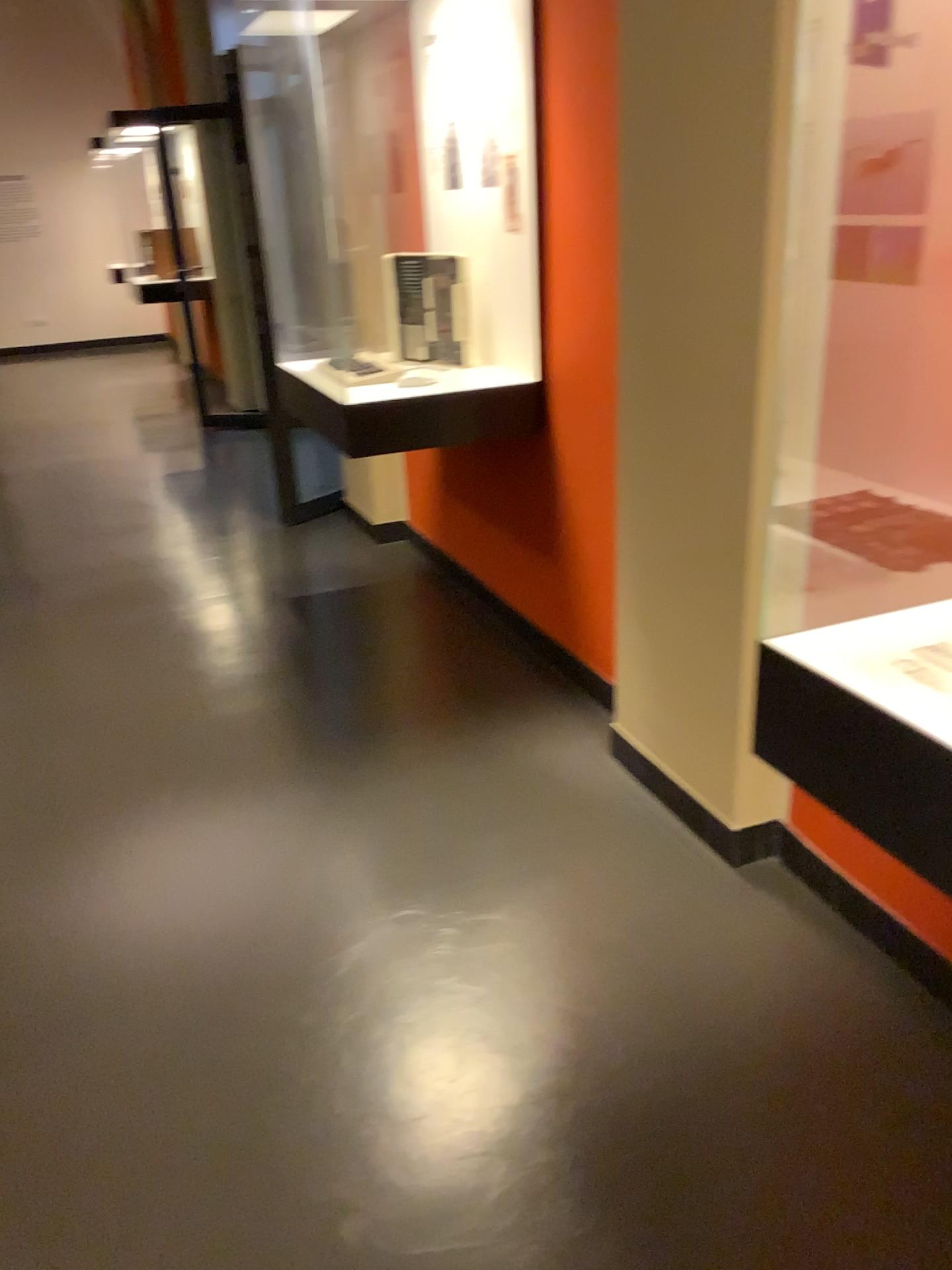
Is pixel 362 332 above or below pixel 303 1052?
above

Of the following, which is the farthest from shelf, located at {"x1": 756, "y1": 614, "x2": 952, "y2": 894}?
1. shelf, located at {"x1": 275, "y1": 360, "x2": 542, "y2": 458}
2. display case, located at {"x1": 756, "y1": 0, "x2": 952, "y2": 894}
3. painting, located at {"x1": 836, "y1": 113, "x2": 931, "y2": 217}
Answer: shelf, located at {"x1": 275, "y1": 360, "x2": 542, "y2": 458}

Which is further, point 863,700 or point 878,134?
point 878,134

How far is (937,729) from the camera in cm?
99

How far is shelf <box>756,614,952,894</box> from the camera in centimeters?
99cm

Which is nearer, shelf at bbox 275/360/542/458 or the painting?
the painting

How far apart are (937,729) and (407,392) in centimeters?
218cm

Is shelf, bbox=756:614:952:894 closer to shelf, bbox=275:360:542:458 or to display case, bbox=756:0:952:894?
display case, bbox=756:0:952:894

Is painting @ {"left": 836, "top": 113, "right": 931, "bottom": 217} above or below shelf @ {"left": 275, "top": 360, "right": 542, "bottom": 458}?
above

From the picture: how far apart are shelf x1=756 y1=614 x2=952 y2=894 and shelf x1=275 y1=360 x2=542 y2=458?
1.85m
